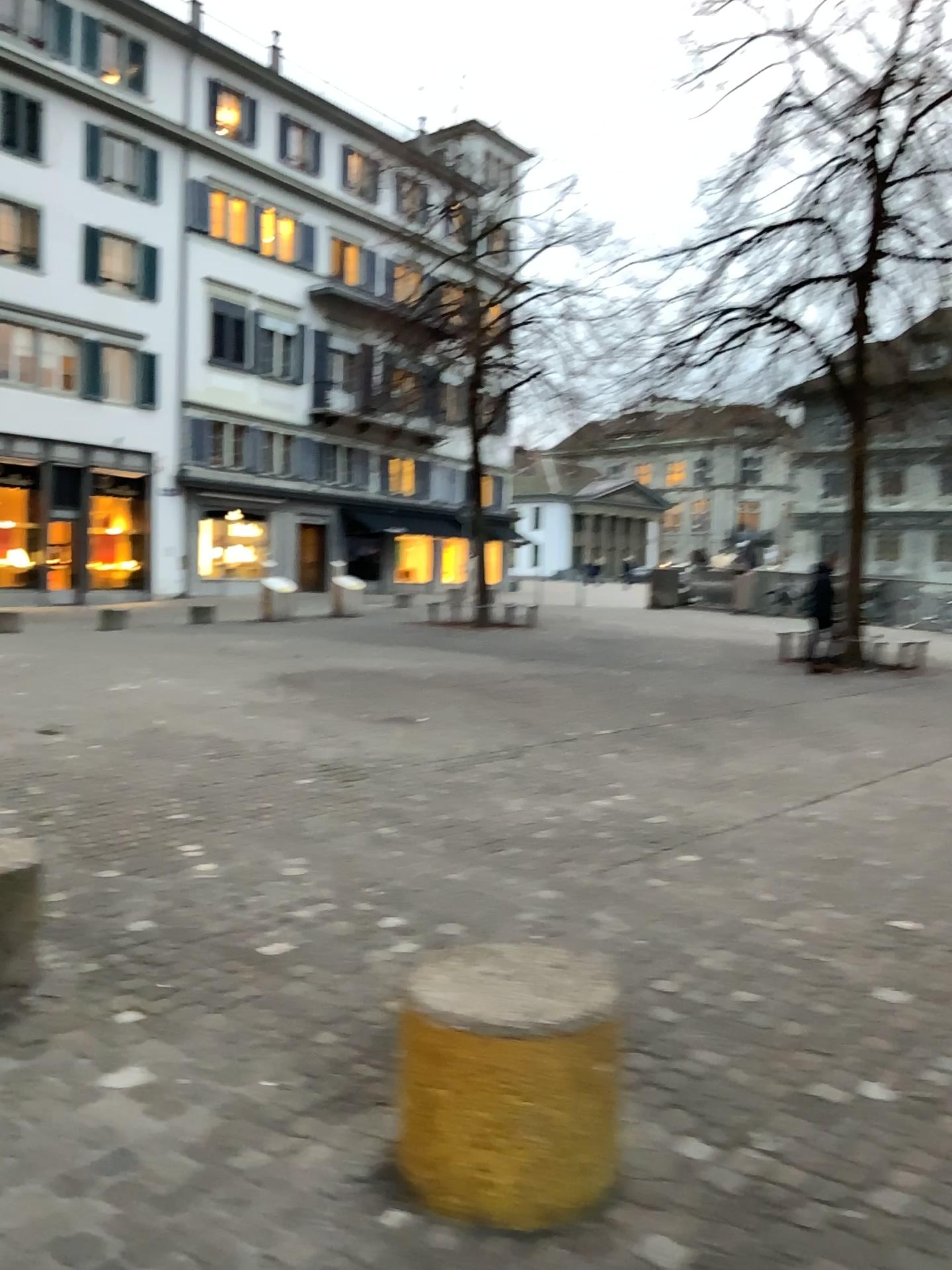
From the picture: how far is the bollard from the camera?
2.1m

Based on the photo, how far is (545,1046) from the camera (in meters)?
2.05

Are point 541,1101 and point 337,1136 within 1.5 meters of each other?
yes
